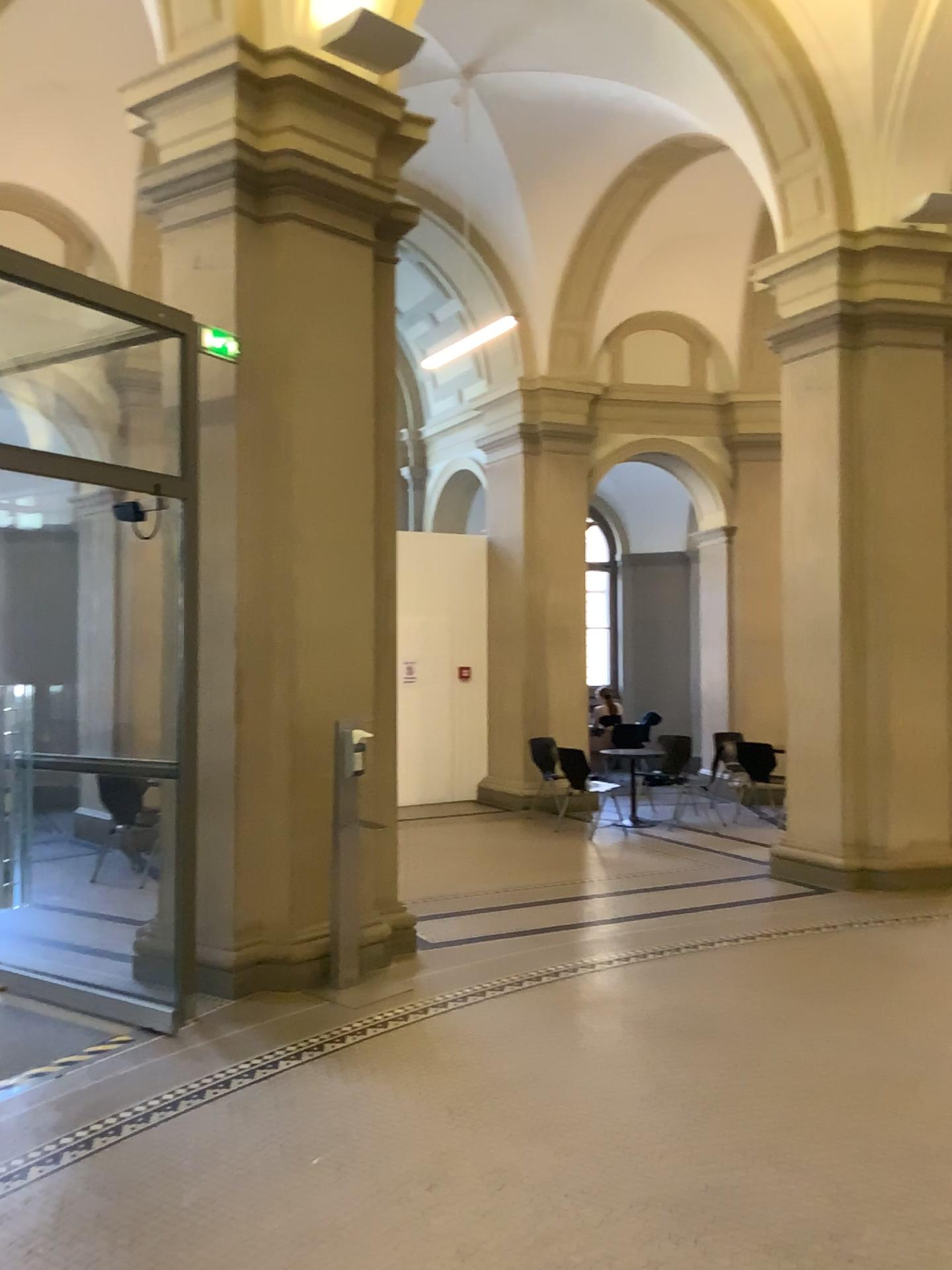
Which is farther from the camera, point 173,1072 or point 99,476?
point 99,476
